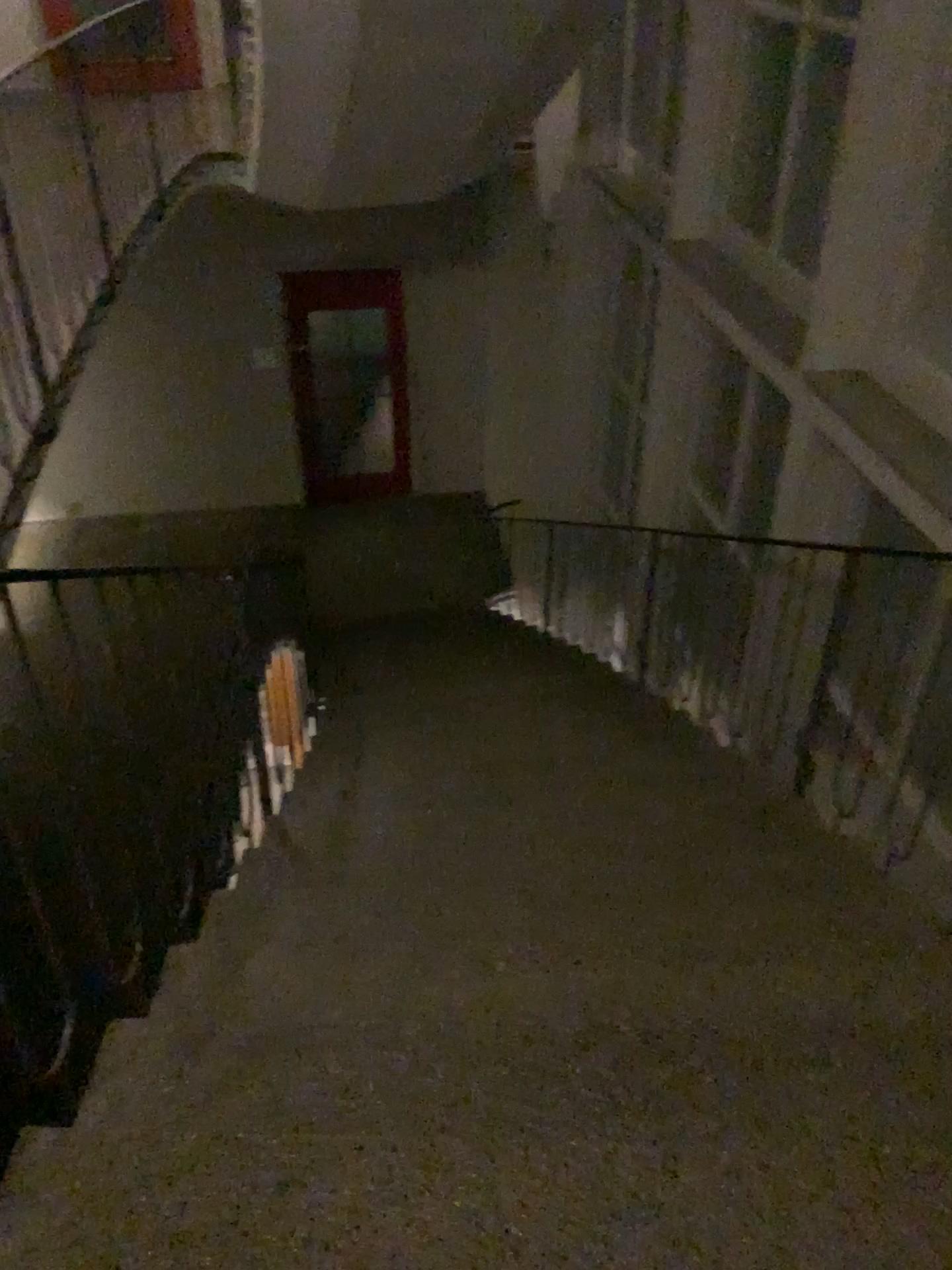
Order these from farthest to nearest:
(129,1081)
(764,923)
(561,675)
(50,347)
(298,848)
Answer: (561,675) → (50,347) → (298,848) → (764,923) → (129,1081)
